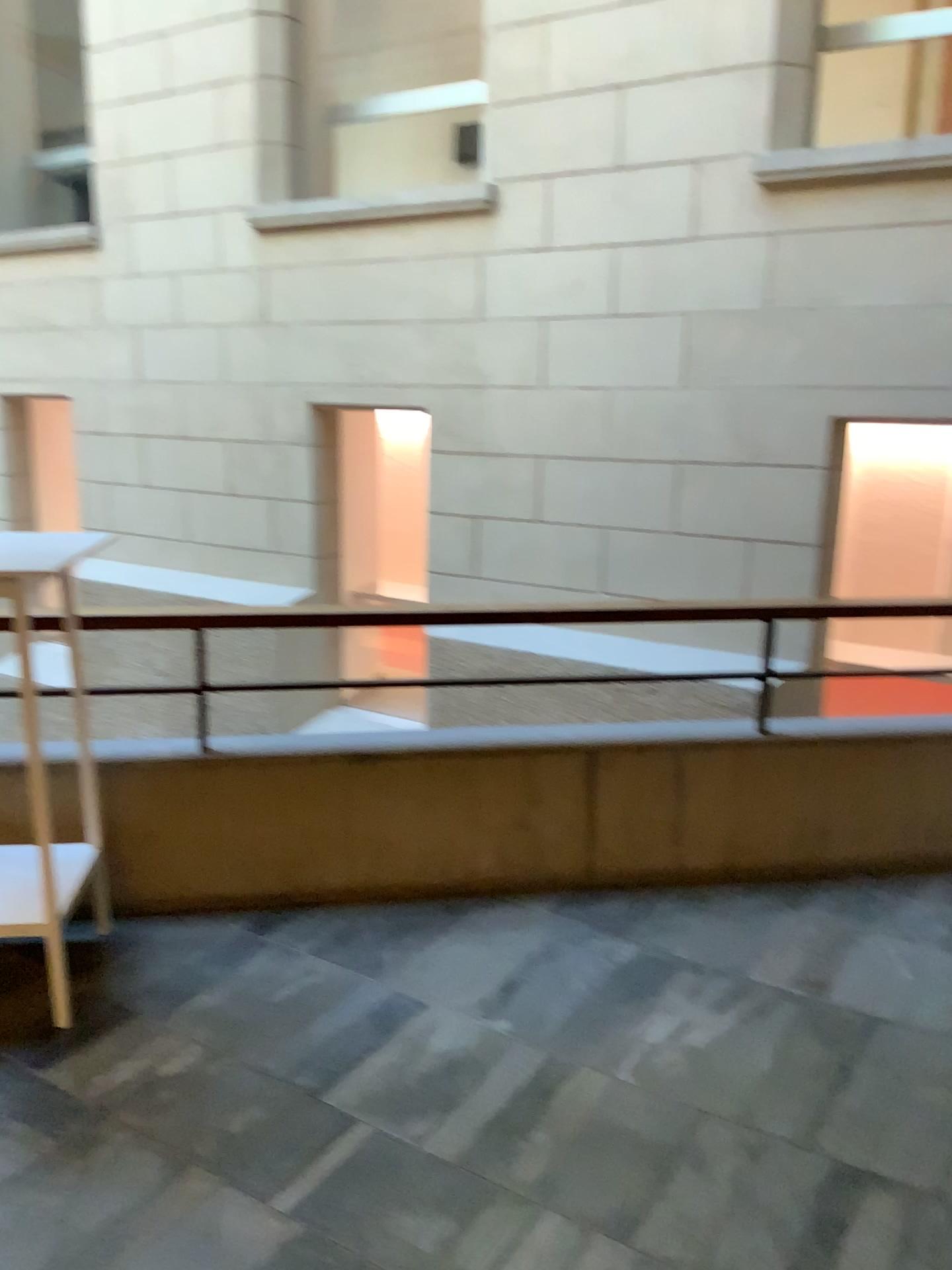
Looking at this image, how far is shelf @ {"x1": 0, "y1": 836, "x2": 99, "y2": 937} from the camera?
2.58m

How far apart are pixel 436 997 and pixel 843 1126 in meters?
1.0

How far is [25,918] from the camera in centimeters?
258cm
